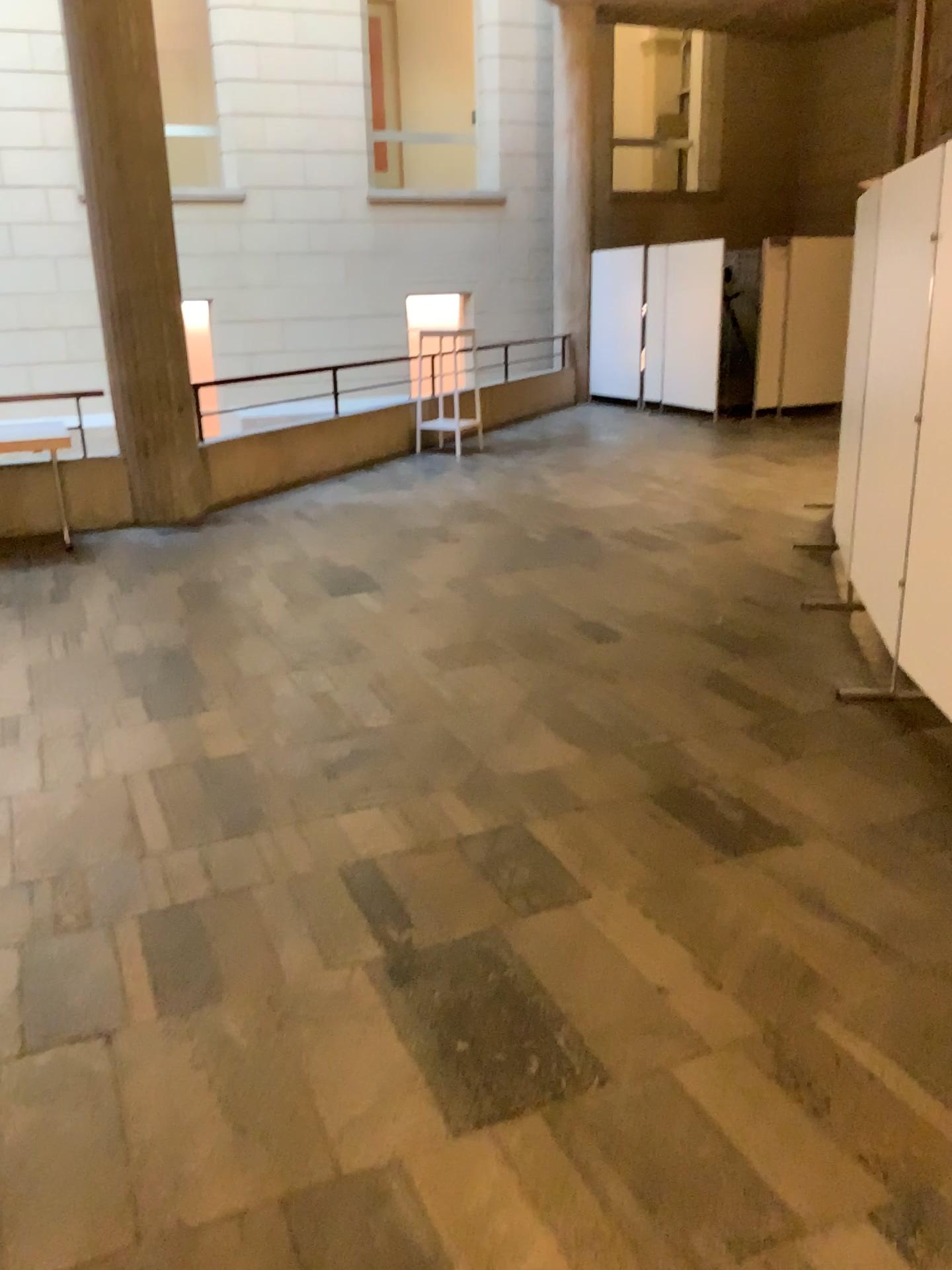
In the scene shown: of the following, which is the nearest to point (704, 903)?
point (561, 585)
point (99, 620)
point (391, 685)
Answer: point (391, 685)
